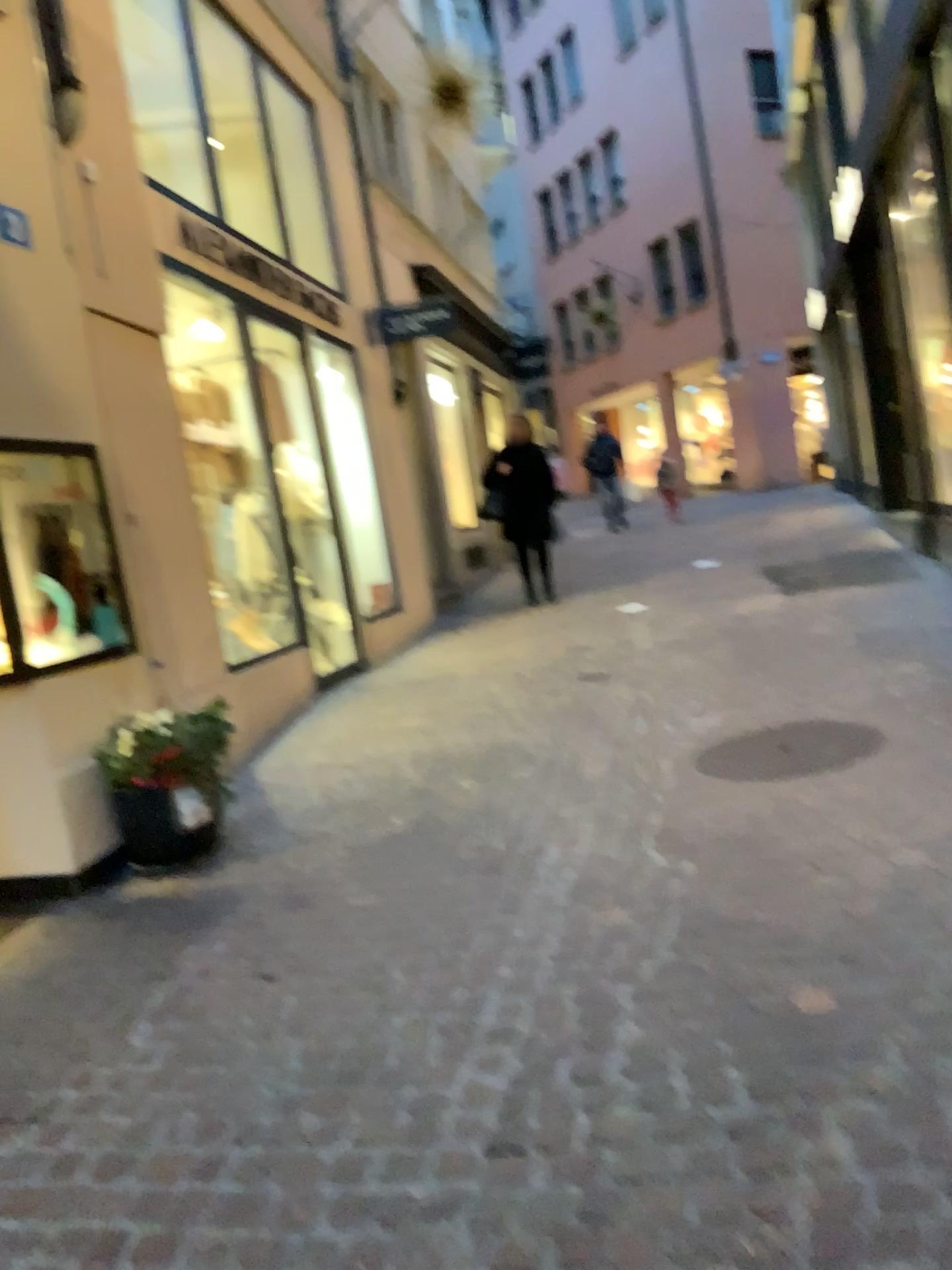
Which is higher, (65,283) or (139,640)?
(65,283)

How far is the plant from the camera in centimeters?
398cm

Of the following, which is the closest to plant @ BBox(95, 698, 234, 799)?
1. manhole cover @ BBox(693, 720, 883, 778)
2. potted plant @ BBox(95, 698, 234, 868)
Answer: potted plant @ BBox(95, 698, 234, 868)

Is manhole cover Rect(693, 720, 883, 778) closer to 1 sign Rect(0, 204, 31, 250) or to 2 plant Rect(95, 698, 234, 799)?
2 plant Rect(95, 698, 234, 799)

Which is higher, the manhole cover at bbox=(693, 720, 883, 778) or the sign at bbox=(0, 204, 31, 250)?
the sign at bbox=(0, 204, 31, 250)

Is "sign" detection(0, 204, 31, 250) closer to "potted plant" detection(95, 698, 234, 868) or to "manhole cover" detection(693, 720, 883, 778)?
"potted plant" detection(95, 698, 234, 868)

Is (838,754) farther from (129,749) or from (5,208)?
(5,208)

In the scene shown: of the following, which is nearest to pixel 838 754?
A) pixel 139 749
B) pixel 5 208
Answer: pixel 139 749

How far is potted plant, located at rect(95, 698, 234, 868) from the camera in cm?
399

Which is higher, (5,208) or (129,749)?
(5,208)
